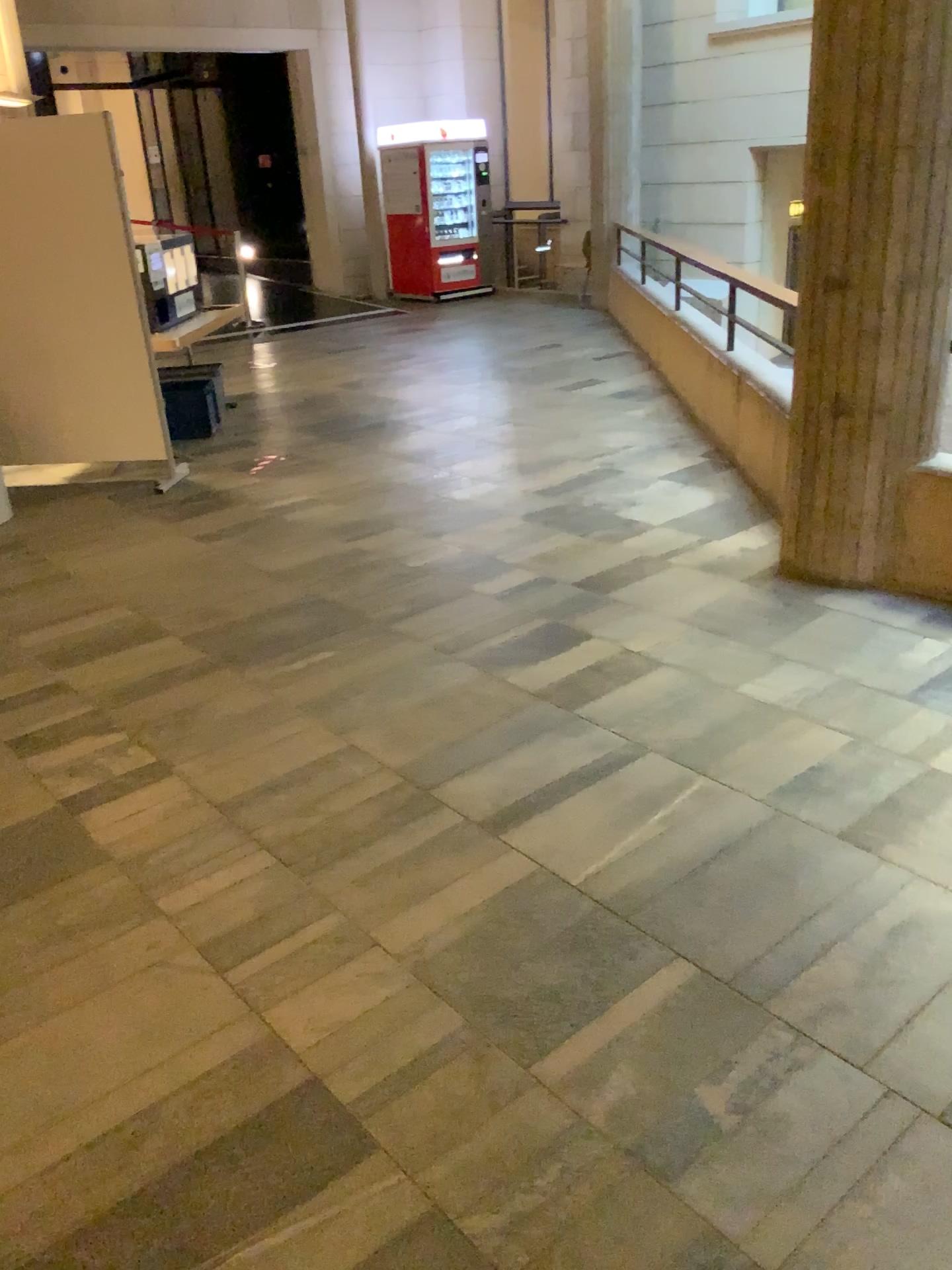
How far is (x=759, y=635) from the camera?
3.7m
